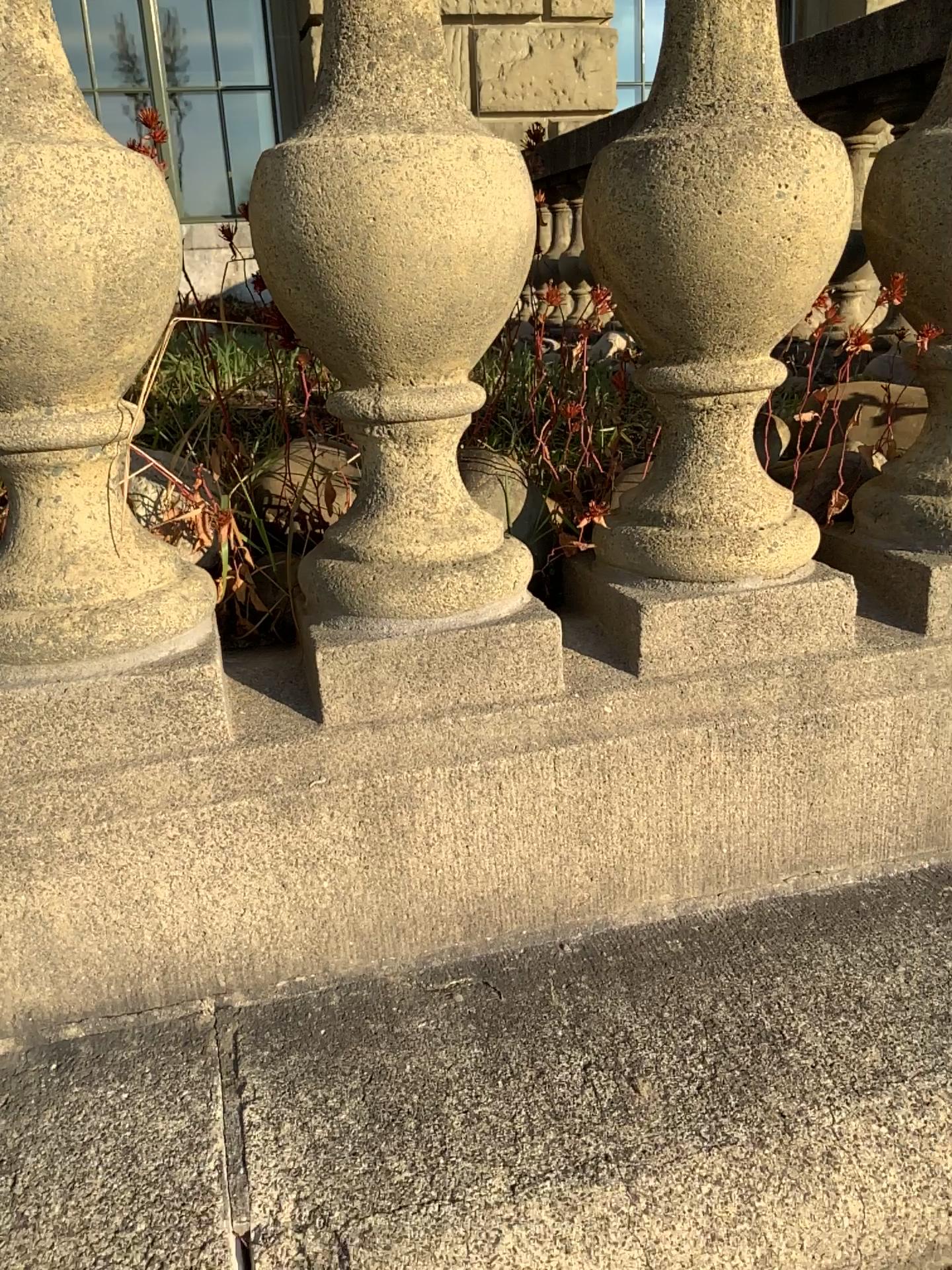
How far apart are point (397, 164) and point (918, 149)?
0.4 meters

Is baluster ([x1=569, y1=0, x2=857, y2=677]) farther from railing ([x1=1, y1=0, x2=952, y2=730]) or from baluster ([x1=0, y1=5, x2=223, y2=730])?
baluster ([x1=0, y1=5, x2=223, y2=730])

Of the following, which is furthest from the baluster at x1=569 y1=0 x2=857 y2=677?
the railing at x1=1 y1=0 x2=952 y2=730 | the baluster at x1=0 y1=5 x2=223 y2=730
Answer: the baluster at x1=0 y1=5 x2=223 y2=730

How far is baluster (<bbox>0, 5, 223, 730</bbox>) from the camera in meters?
0.6 m

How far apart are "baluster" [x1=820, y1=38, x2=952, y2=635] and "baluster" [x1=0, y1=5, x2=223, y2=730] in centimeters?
56cm

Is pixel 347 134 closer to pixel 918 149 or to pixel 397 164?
pixel 397 164

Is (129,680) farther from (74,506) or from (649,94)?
(649,94)

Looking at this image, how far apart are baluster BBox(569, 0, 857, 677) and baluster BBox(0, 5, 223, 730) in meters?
0.3 m

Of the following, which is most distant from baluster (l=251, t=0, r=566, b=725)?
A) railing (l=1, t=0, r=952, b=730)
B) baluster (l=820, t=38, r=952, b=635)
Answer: baluster (l=820, t=38, r=952, b=635)

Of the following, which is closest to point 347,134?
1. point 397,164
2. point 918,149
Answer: point 397,164
